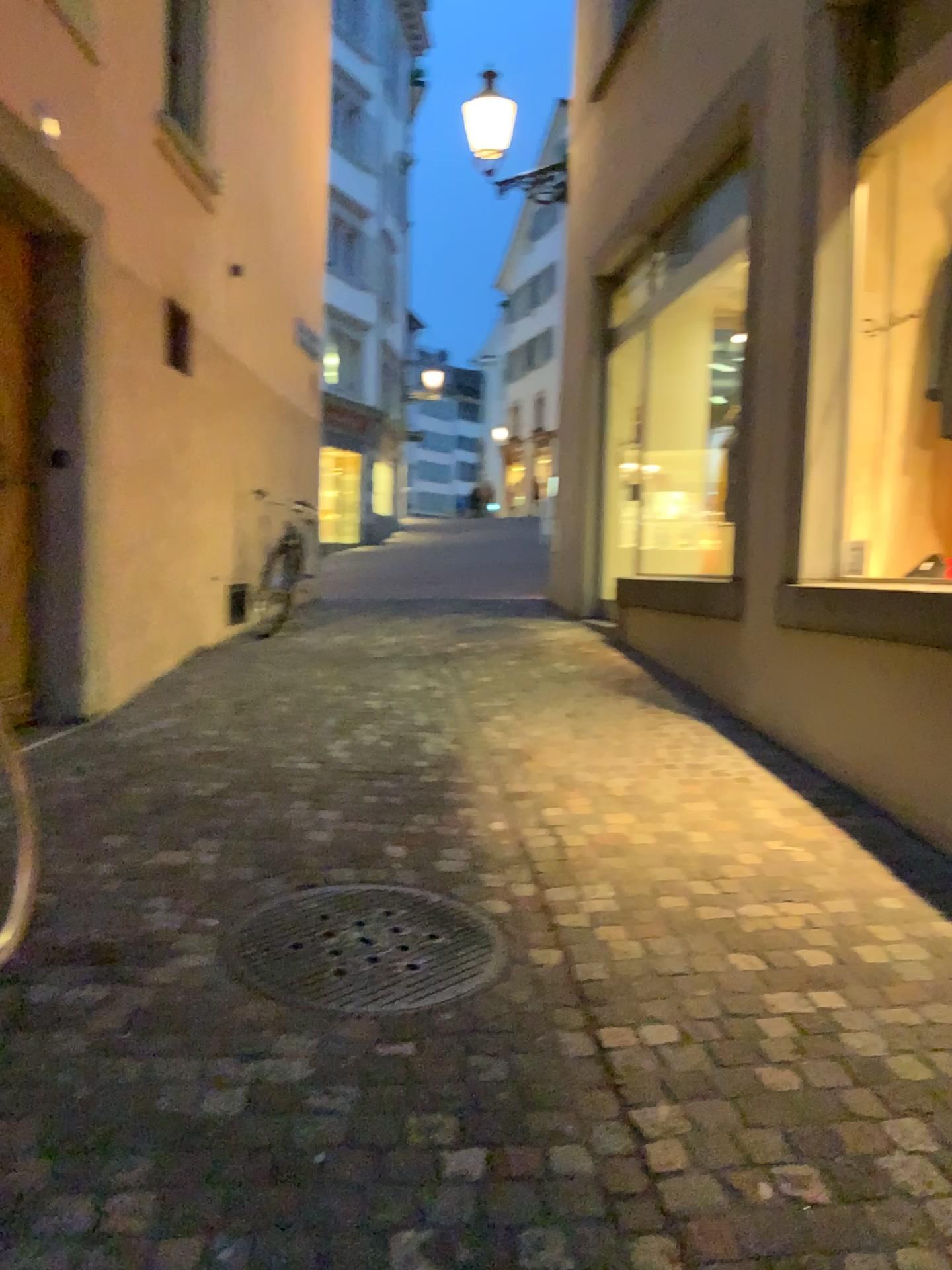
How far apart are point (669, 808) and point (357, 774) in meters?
1.2 m
